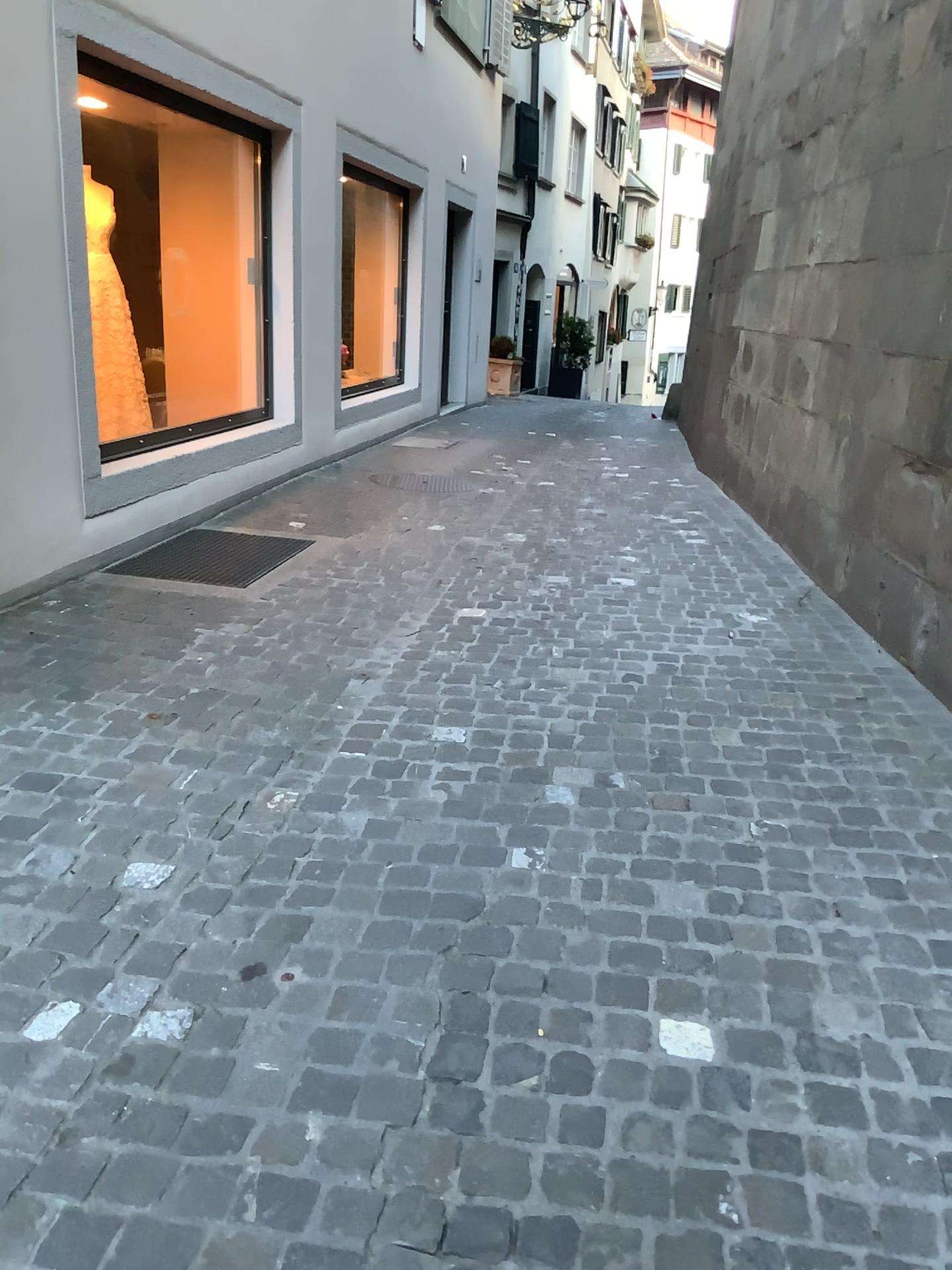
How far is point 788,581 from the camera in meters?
4.7 m
